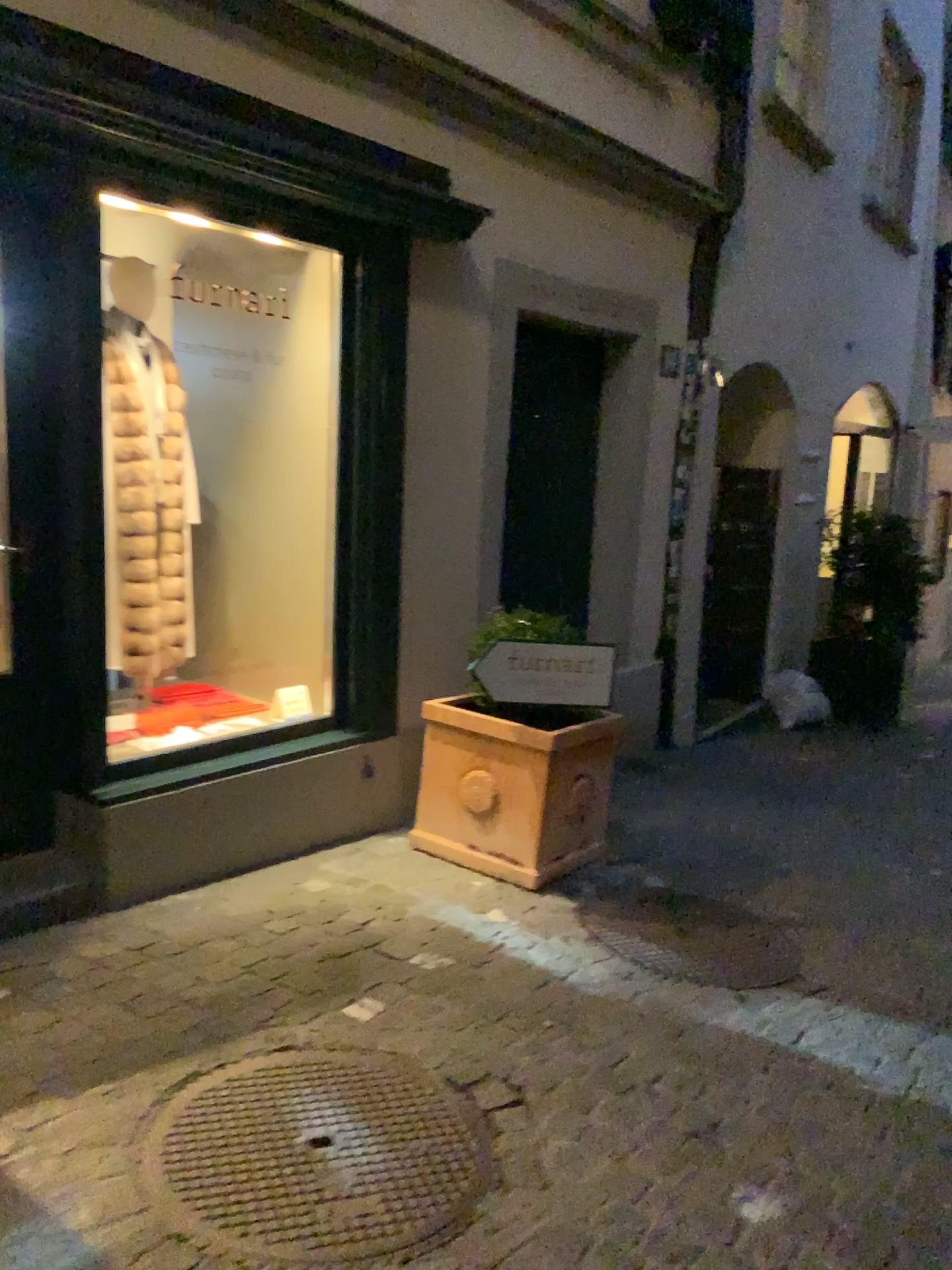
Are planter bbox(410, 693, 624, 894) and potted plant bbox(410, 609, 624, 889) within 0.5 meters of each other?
yes

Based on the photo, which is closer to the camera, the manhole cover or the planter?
the manhole cover

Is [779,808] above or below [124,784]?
below

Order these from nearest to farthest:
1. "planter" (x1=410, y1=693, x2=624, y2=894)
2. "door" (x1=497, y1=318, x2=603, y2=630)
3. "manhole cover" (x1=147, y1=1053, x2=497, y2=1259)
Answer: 1. "manhole cover" (x1=147, y1=1053, x2=497, y2=1259)
2. "planter" (x1=410, y1=693, x2=624, y2=894)
3. "door" (x1=497, y1=318, x2=603, y2=630)

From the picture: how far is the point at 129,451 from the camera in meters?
3.7

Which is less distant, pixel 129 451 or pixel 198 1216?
pixel 198 1216

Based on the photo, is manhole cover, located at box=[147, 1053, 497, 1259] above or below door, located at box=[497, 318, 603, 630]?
below

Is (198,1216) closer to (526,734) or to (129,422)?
(526,734)

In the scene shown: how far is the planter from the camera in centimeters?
364cm

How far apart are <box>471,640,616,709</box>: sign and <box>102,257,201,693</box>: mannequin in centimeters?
114cm
